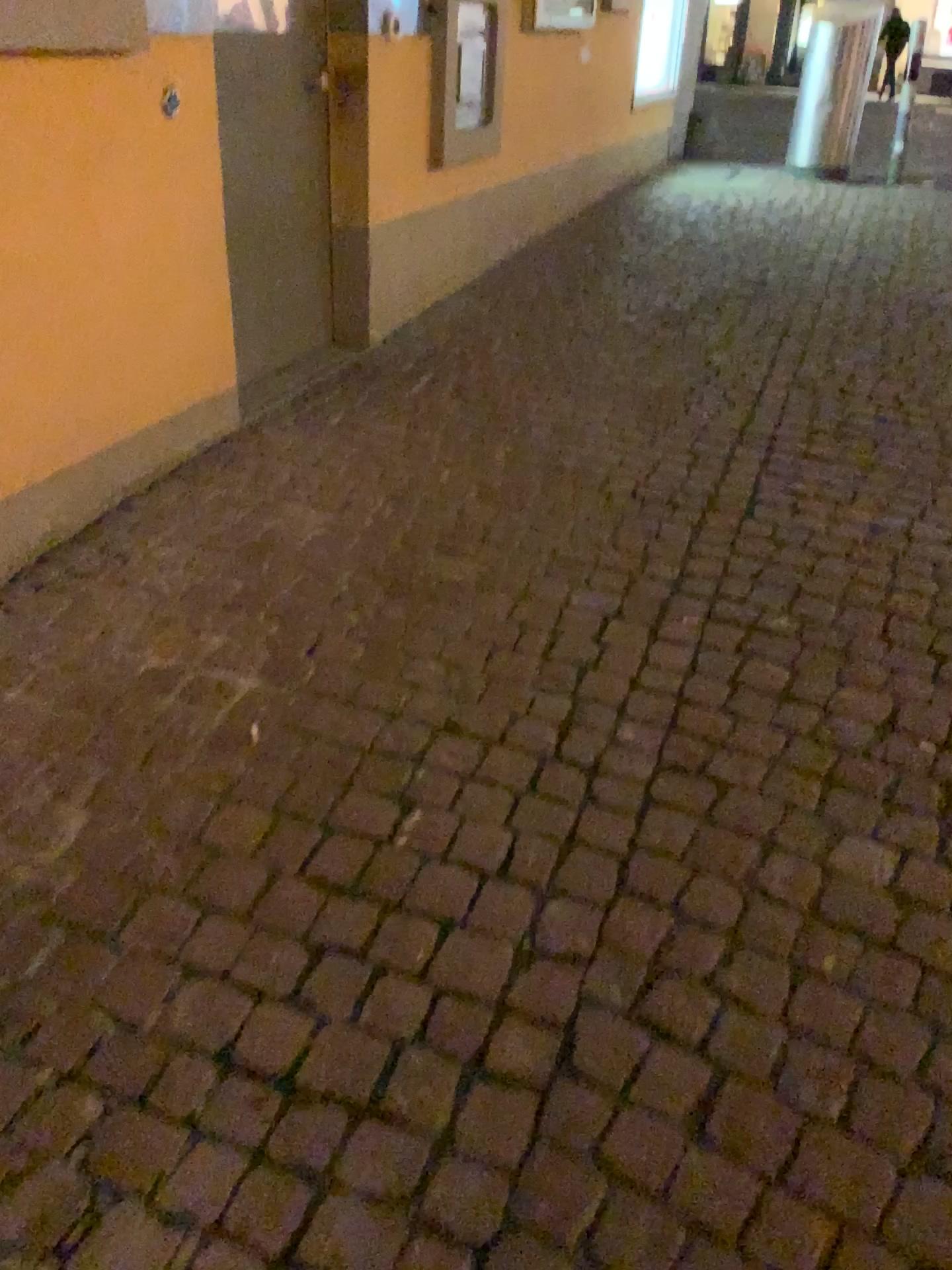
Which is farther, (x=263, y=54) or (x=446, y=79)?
(x=446, y=79)

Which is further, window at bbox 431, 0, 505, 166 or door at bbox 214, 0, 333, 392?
window at bbox 431, 0, 505, 166

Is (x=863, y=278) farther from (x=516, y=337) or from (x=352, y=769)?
(x=352, y=769)
